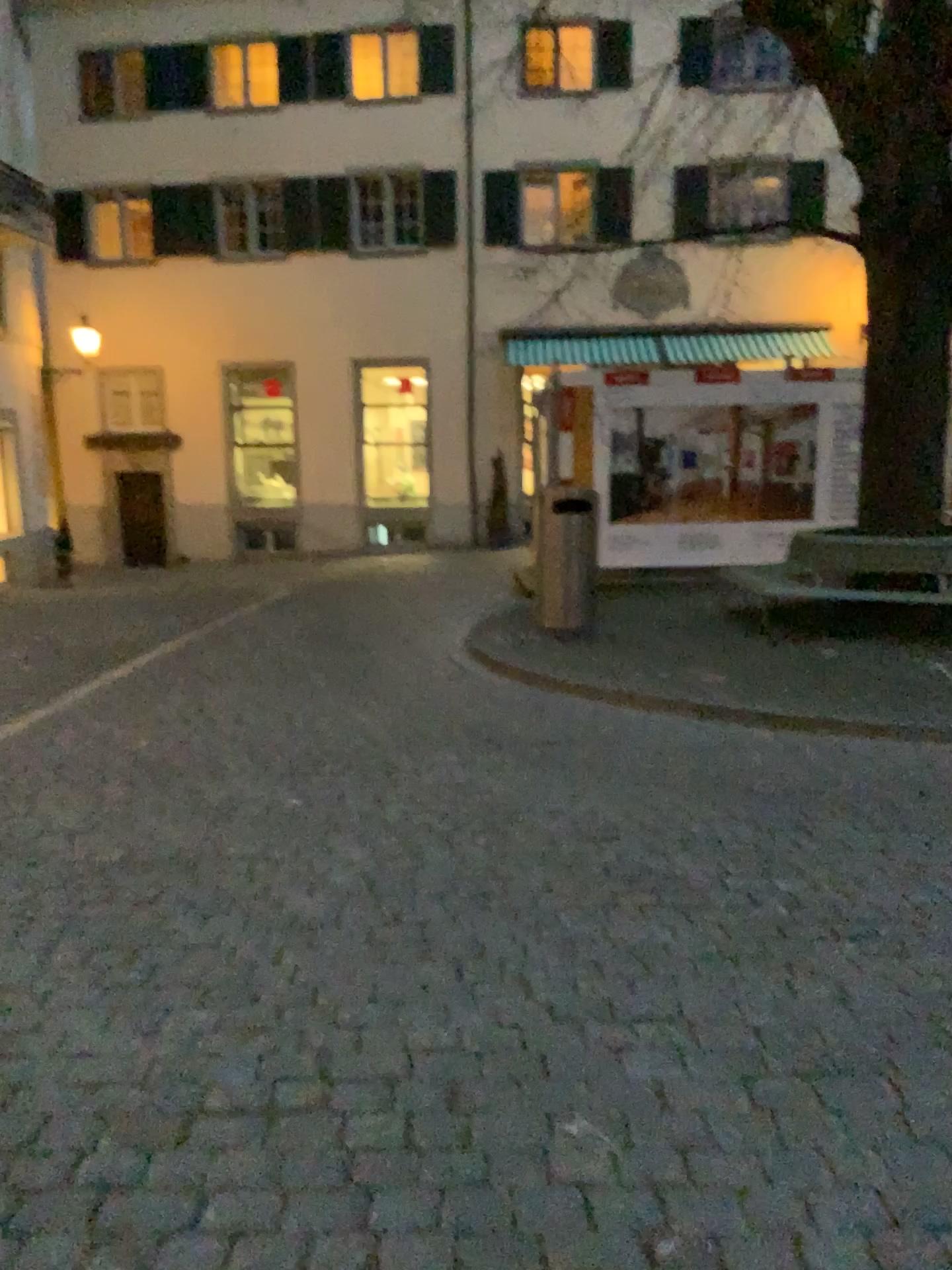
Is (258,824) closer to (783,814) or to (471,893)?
(471,893)
